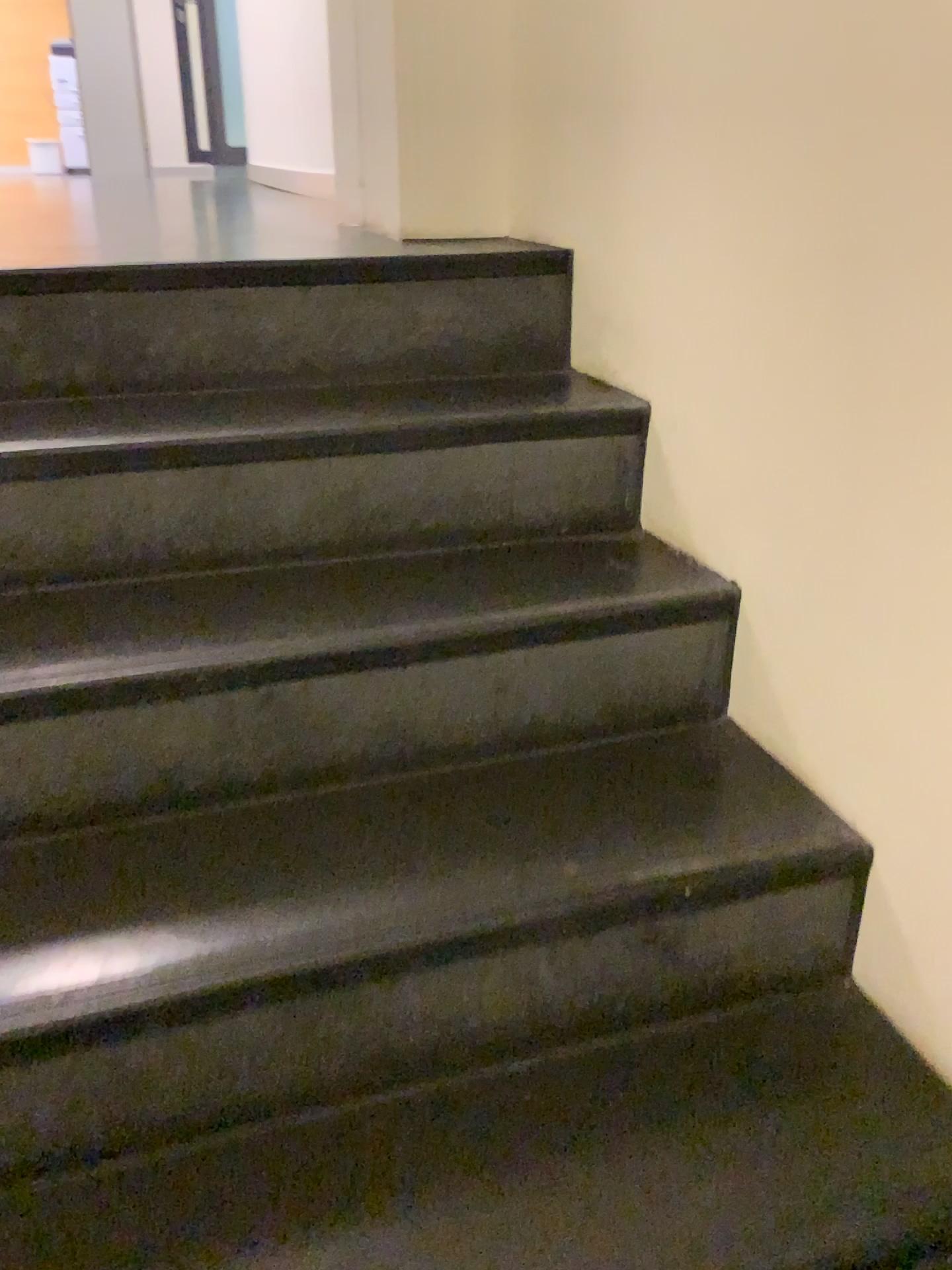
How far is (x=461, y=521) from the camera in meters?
1.4
